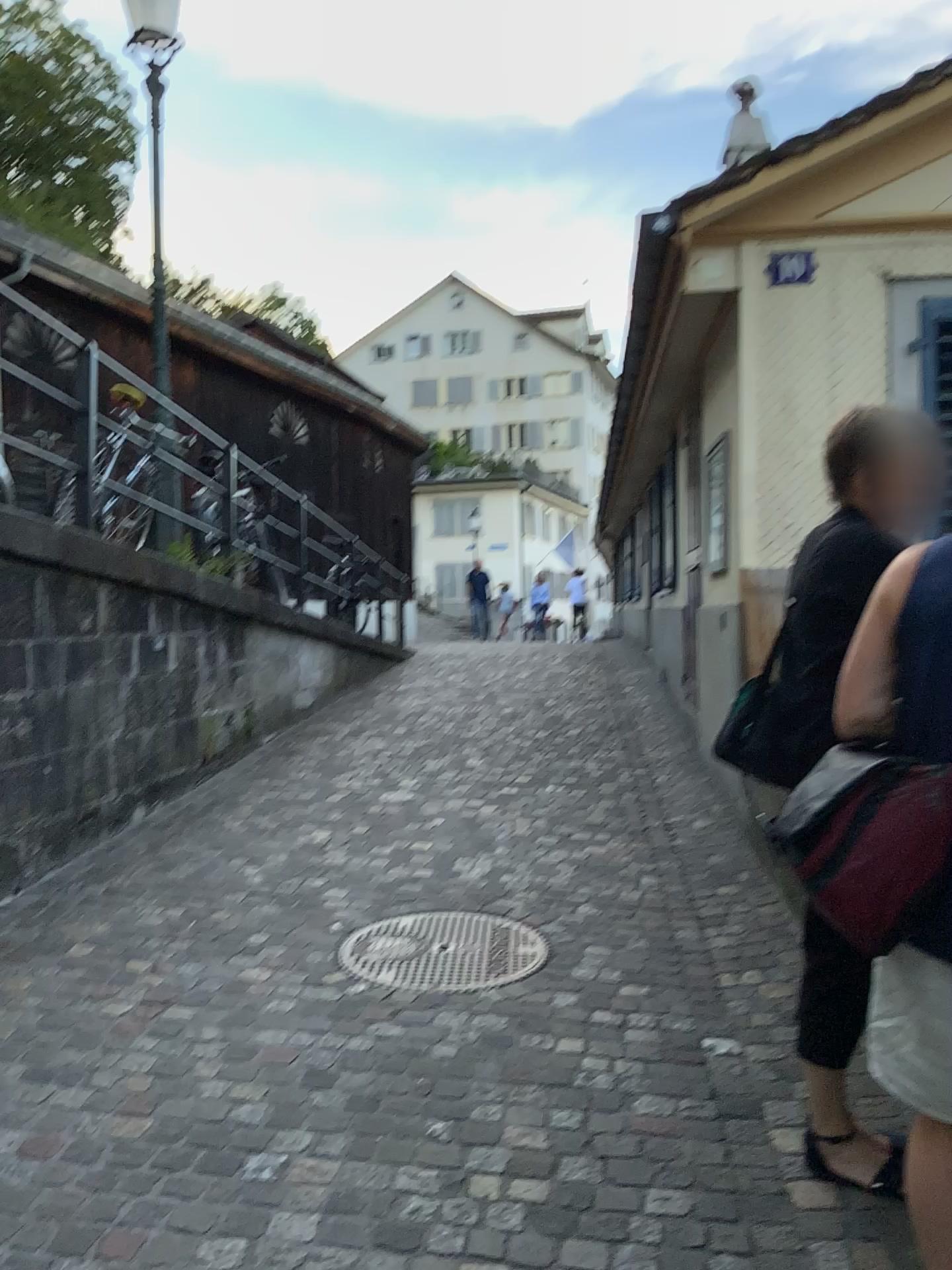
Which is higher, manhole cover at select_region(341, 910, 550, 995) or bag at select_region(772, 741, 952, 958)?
bag at select_region(772, 741, 952, 958)

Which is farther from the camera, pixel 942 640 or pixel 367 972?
pixel 367 972

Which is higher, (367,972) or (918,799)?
(918,799)

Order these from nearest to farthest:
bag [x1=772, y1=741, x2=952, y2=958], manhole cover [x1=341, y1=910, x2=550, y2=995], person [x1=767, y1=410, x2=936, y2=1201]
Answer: bag [x1=772, y1=741, x2=952, y2=958] < person [x1=767, y1=410, x2=936, y2=1201] < manhole cover [x1=341, y1=910, x2=550, y2=995]

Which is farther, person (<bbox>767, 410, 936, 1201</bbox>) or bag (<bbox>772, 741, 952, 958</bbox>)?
person (<bbox>767, 410, 936, 1201</bbox>)

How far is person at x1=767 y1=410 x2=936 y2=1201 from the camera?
2.2 meters

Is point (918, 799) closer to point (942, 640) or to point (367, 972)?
point (942, 640)

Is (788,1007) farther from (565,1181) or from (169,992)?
(169,992)

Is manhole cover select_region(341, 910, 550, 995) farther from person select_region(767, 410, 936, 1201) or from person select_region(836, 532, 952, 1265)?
person select_region(836, 532, 952, 1265)

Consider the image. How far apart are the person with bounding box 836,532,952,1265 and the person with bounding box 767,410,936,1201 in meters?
0.4
